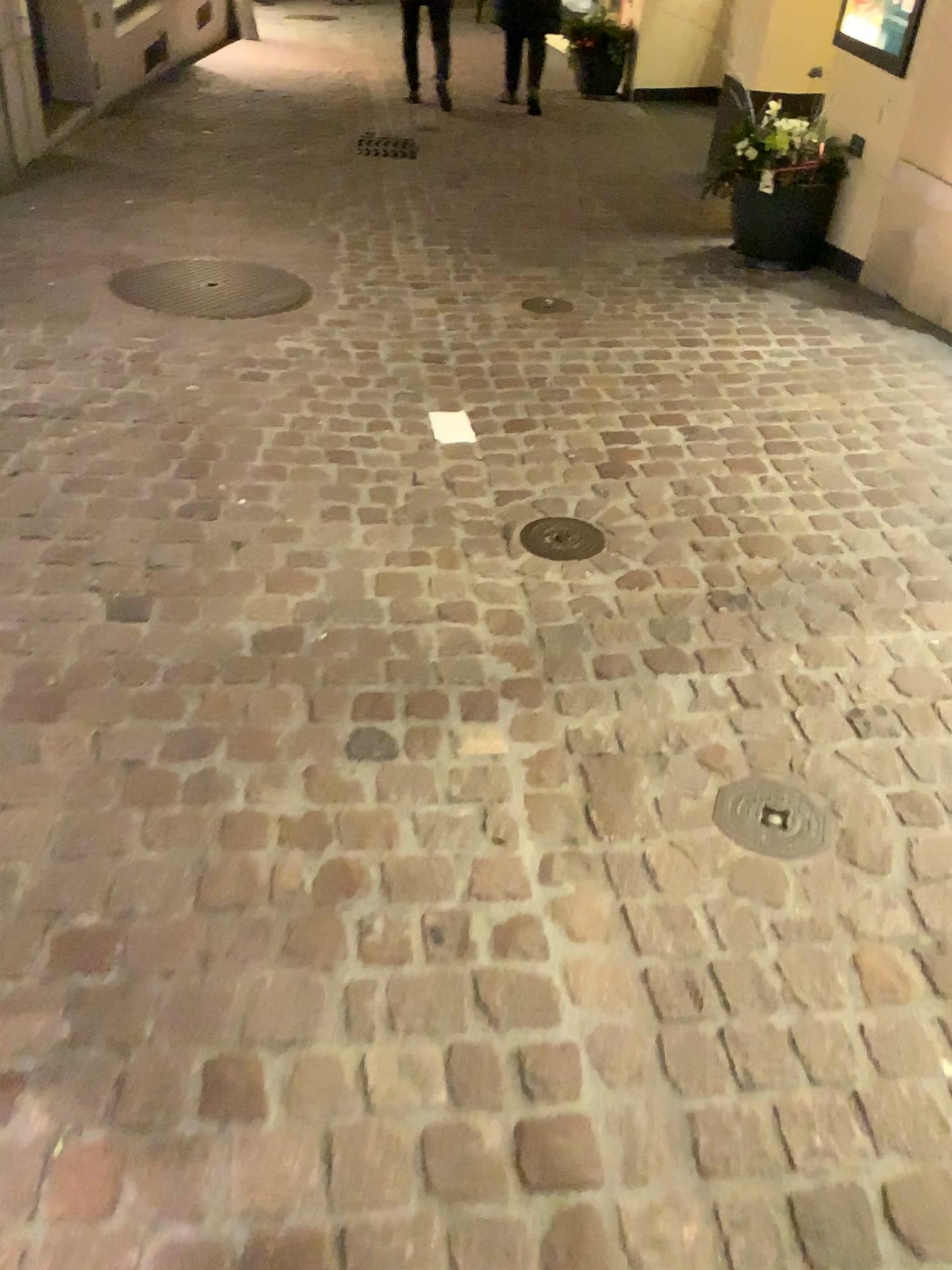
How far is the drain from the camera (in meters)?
1.71

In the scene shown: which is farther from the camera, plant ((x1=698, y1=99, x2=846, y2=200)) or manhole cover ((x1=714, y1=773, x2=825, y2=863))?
plant ((x1=698, y1=99, x2=846, y2=200))

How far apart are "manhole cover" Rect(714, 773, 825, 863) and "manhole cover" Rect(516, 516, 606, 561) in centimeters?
82cm

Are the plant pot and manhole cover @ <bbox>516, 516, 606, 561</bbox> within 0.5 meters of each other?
no

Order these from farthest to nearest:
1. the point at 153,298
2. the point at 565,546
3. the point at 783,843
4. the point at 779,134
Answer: the point at 779,134, the point at 153,298, the point at 565,546, the point at 783,843

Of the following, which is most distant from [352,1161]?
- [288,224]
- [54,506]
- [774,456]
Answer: [288,224]

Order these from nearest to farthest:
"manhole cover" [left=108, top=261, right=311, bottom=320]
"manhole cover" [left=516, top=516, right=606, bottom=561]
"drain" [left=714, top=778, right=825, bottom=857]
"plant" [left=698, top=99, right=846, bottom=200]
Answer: "drain" [left=714, top=778, right=825, bottom=857]
"manhole cover" [left=516, top=516, right=606, bottom=561]
"manhole cover" [left=108, top=261, right=311, bottom=320]
"plant" [left=698, top=99, right=846, bottom=200]

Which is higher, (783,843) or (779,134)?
(779,134)

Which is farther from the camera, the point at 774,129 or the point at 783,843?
the point at 774,129

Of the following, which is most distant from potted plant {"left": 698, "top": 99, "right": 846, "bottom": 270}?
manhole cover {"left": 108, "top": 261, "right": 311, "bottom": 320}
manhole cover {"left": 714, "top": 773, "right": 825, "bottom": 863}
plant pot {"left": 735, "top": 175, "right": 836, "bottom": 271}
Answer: manhole cover {"left": 714, "top": 773, "right": 825, "bottom": 863}
